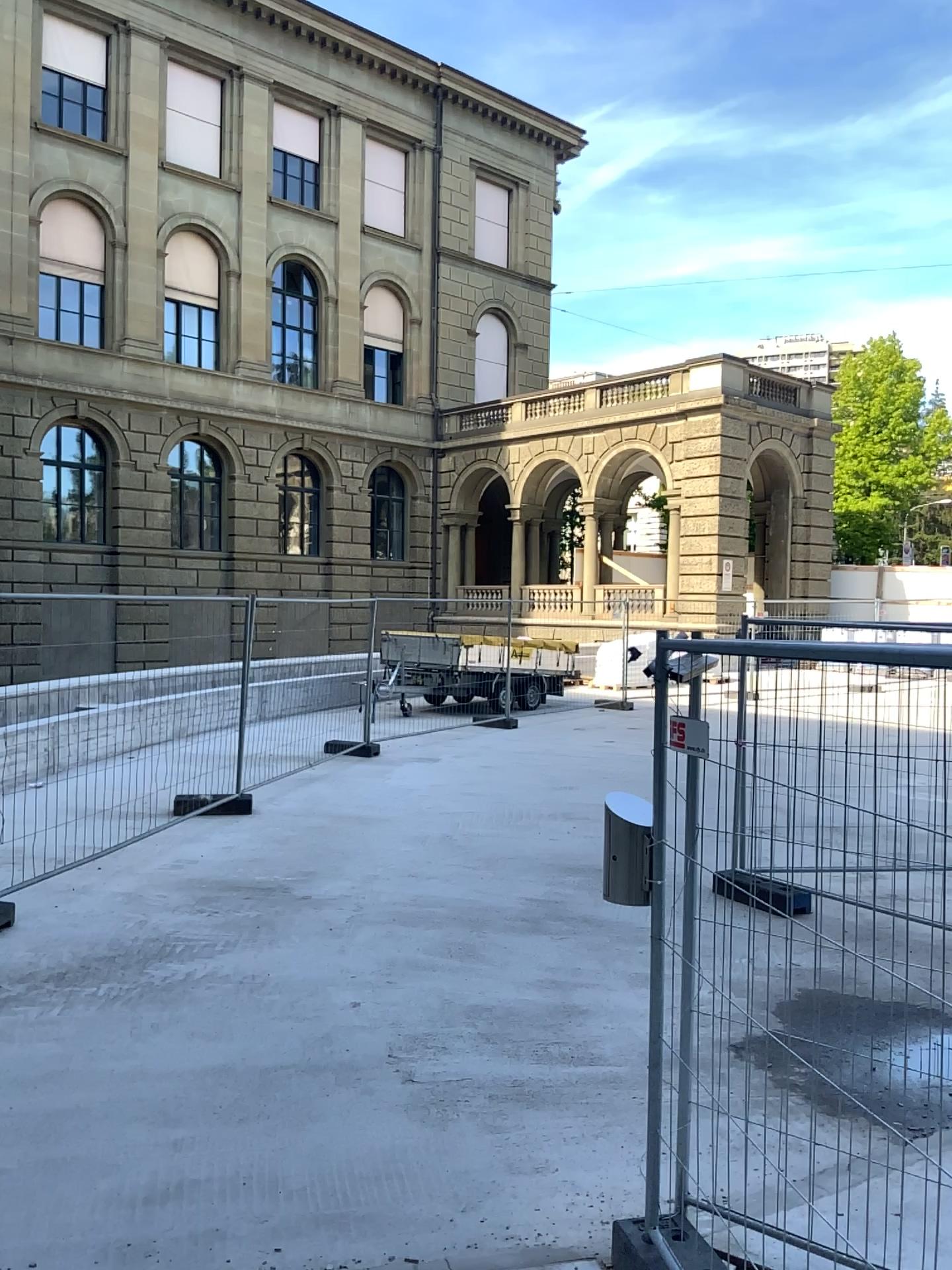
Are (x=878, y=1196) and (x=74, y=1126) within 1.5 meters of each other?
no
